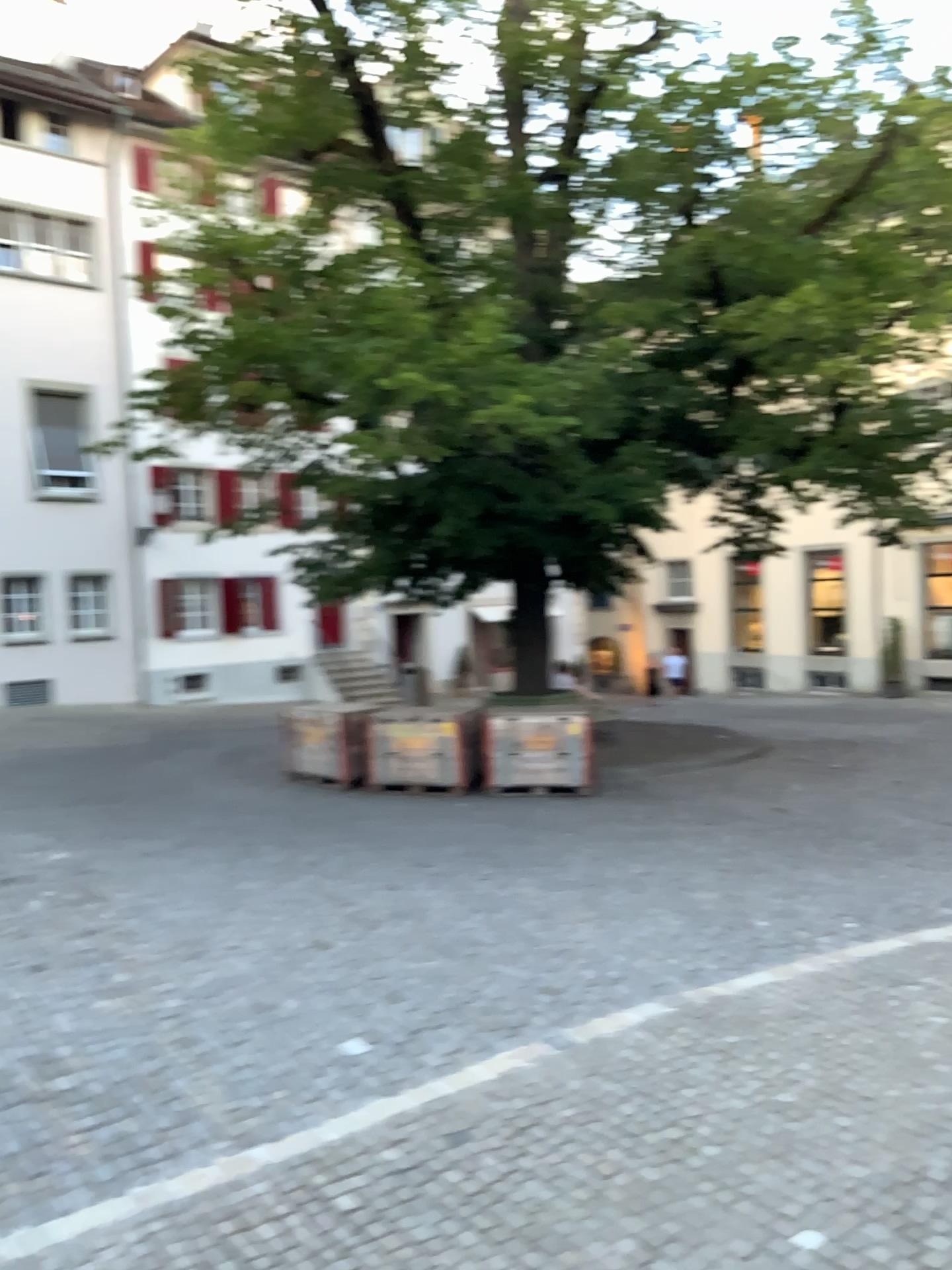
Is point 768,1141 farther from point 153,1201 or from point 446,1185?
point 153,1201
